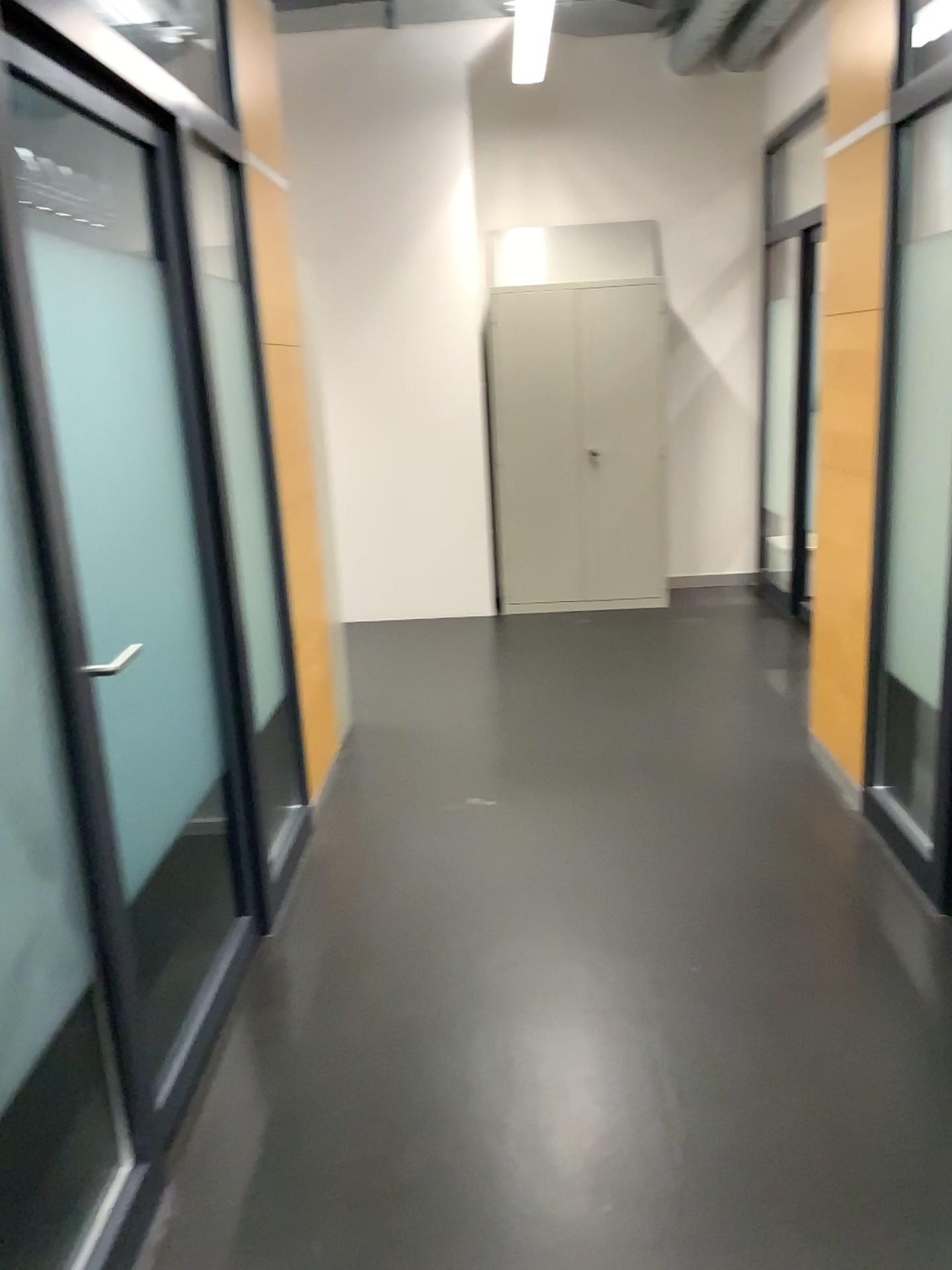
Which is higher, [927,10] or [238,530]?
[927,10]

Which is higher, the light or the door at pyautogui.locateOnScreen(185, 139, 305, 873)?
the light

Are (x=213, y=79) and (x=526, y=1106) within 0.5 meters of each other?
no
